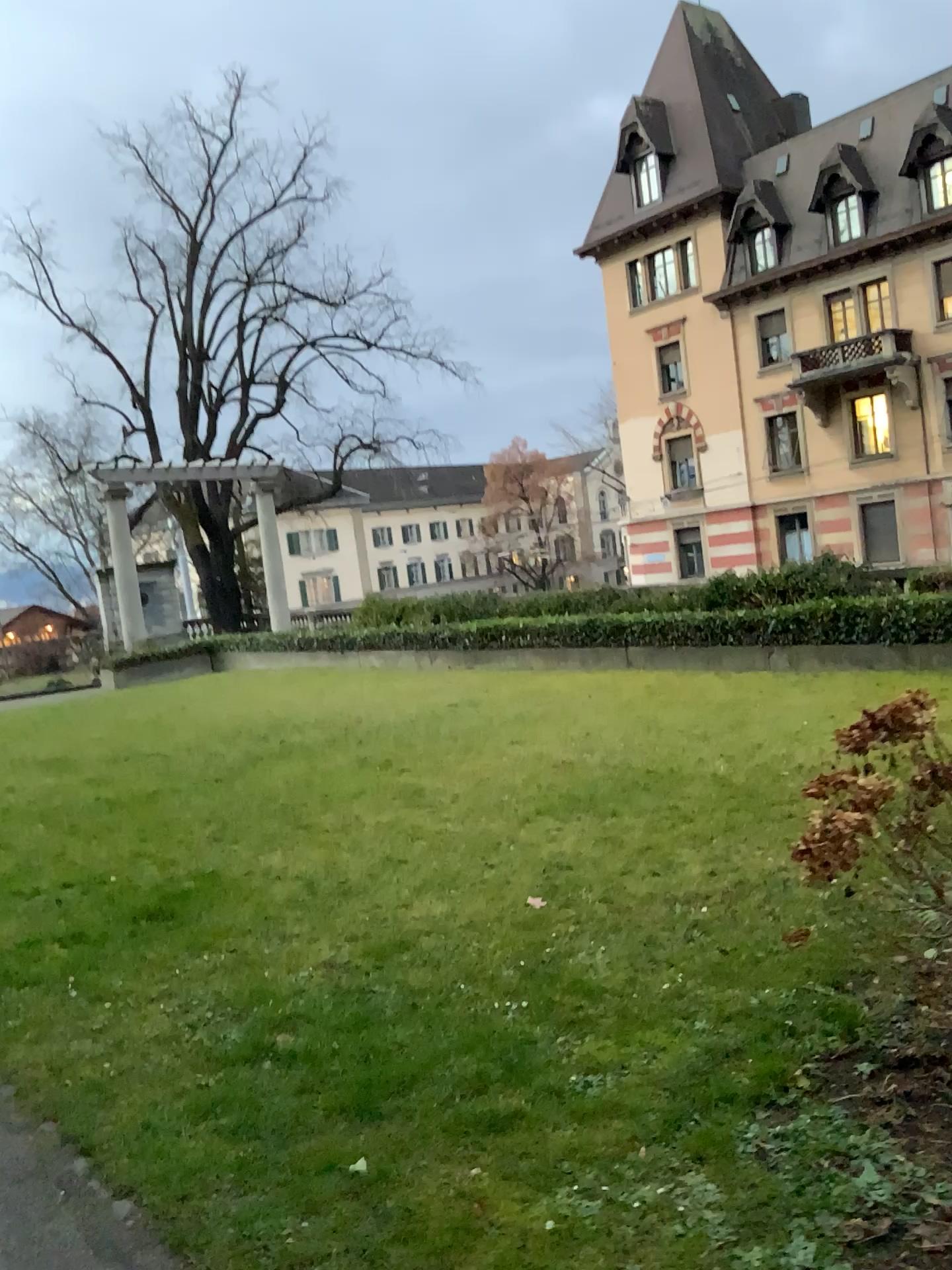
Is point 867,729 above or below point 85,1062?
above
